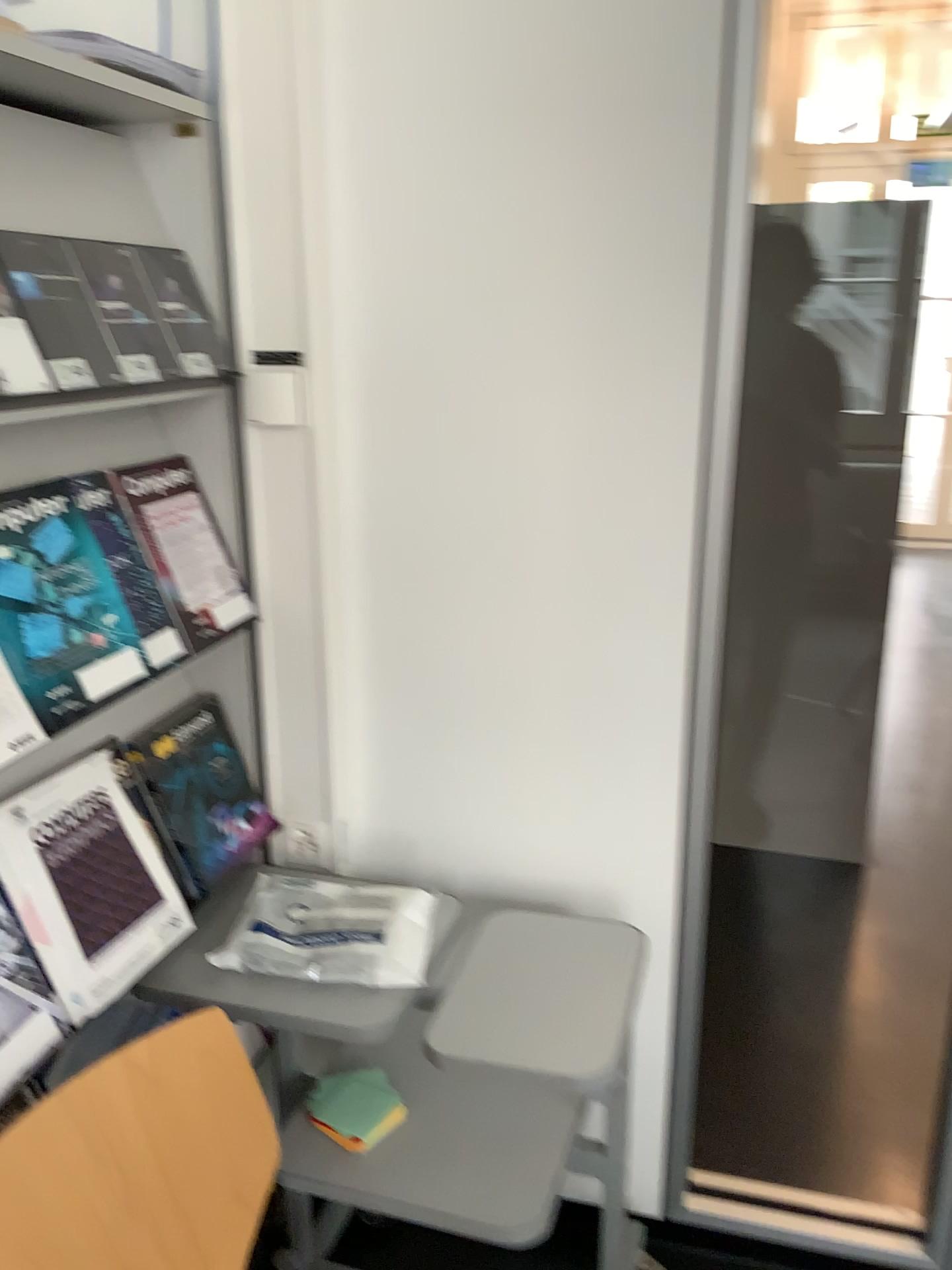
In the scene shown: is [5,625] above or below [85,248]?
below

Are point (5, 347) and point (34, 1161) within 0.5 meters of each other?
no

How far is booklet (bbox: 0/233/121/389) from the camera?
1.1 meters

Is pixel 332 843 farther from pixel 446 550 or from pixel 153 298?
pixel 153 298

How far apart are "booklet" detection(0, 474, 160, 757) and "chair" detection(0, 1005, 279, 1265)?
0.4m

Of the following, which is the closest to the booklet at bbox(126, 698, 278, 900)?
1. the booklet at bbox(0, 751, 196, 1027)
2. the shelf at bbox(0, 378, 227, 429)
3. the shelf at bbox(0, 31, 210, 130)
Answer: the booklet at bbox(0, 751, 196, 1027)

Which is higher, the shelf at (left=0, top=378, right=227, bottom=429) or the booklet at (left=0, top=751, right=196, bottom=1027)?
the shelf at (left=0, top=378, right=227, bottom=429)

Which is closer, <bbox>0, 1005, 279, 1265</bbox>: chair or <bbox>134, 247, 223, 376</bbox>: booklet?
<bbox>0, 1005, 279, 1265</bbox>: chair

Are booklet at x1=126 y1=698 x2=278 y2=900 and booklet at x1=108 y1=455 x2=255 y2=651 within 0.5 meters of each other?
yes

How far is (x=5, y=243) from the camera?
1.1m
